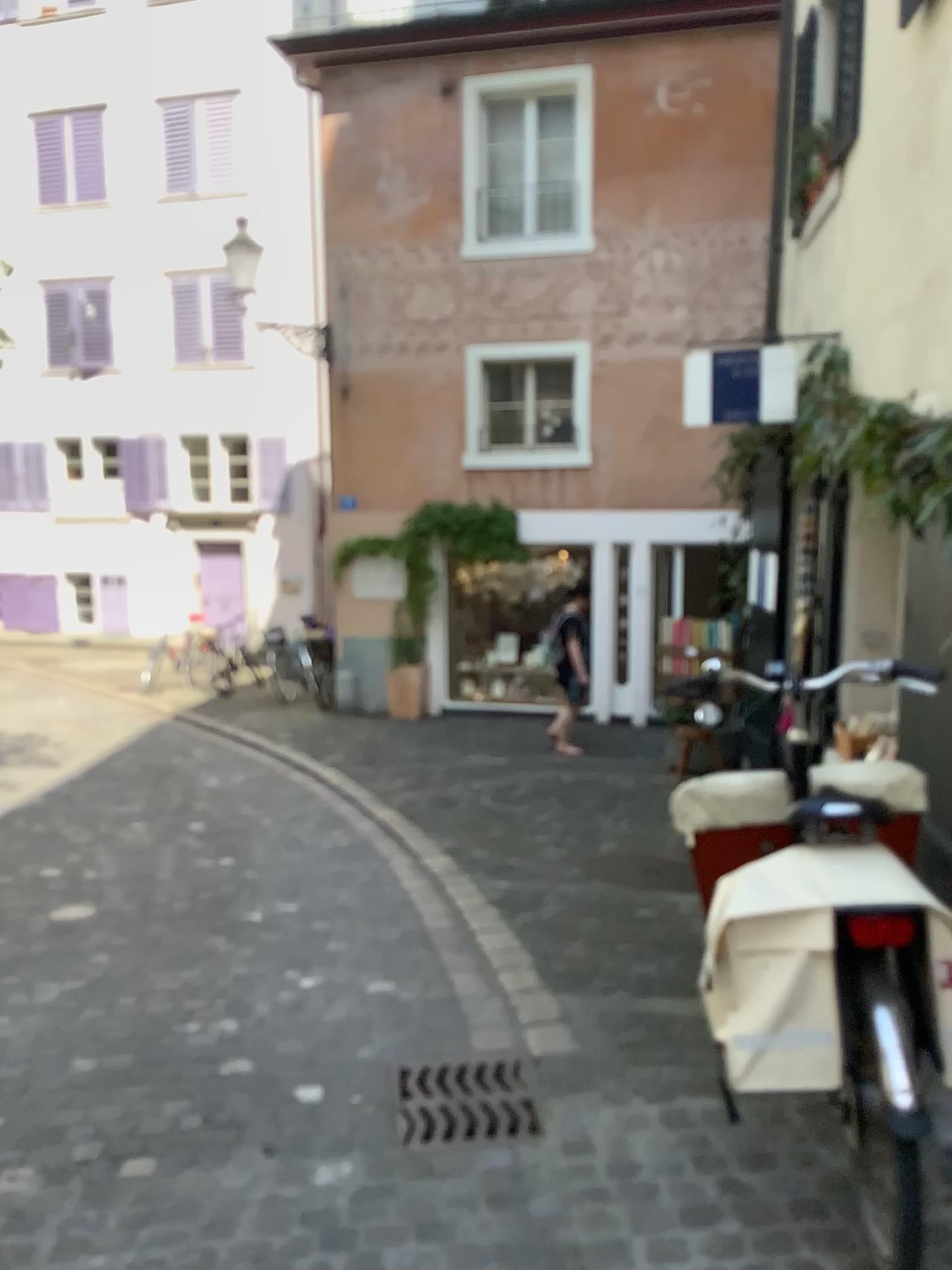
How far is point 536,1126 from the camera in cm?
265

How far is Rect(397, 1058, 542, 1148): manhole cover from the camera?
2.7m

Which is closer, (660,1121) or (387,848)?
(660,1121)
